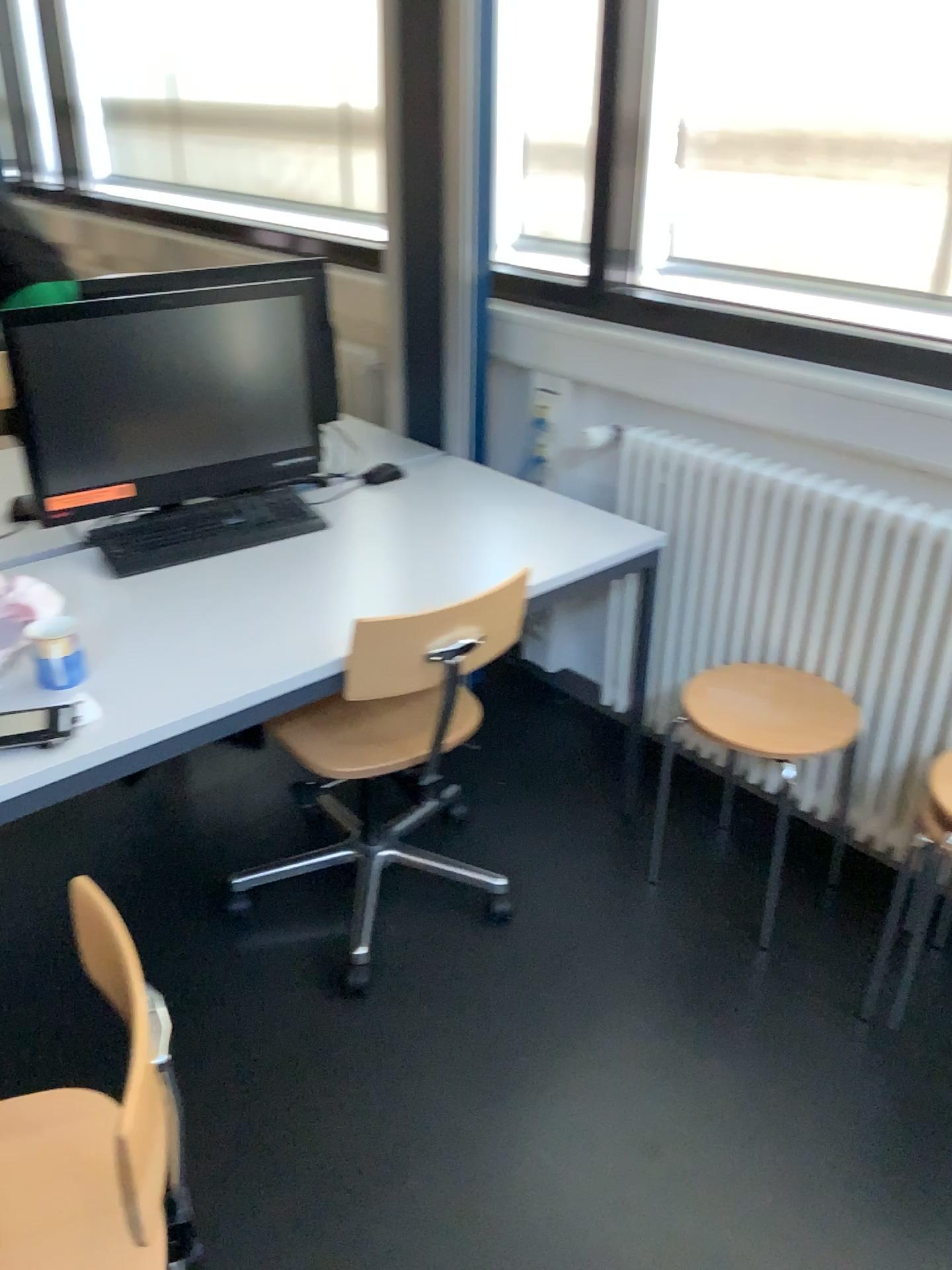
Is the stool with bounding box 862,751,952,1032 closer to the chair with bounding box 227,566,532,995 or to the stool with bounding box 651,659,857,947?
the stool with bounding box 651,659,857,947

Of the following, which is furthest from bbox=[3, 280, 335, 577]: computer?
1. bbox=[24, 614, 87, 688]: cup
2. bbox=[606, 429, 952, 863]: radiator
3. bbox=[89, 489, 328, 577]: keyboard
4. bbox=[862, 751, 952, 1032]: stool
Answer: bbox=[862, 751, 952, 1032]: stool

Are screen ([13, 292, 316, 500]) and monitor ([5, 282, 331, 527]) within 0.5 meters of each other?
yes

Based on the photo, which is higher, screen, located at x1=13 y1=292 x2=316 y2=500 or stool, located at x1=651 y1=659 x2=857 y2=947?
screen, located at x1=13 y1=292 x2=316 y2=500

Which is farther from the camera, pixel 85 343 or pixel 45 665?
pixel 85 343

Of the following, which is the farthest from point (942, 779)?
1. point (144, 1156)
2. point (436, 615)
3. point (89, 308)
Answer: point (89, 308)

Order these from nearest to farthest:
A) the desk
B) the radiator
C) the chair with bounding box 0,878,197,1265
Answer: the chair with bounding box 0,878,197,1265 → the desk → the radiator

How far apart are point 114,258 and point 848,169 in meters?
2.7 m

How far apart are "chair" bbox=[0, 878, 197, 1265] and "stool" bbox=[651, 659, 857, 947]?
1.2m

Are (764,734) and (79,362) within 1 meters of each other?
no
